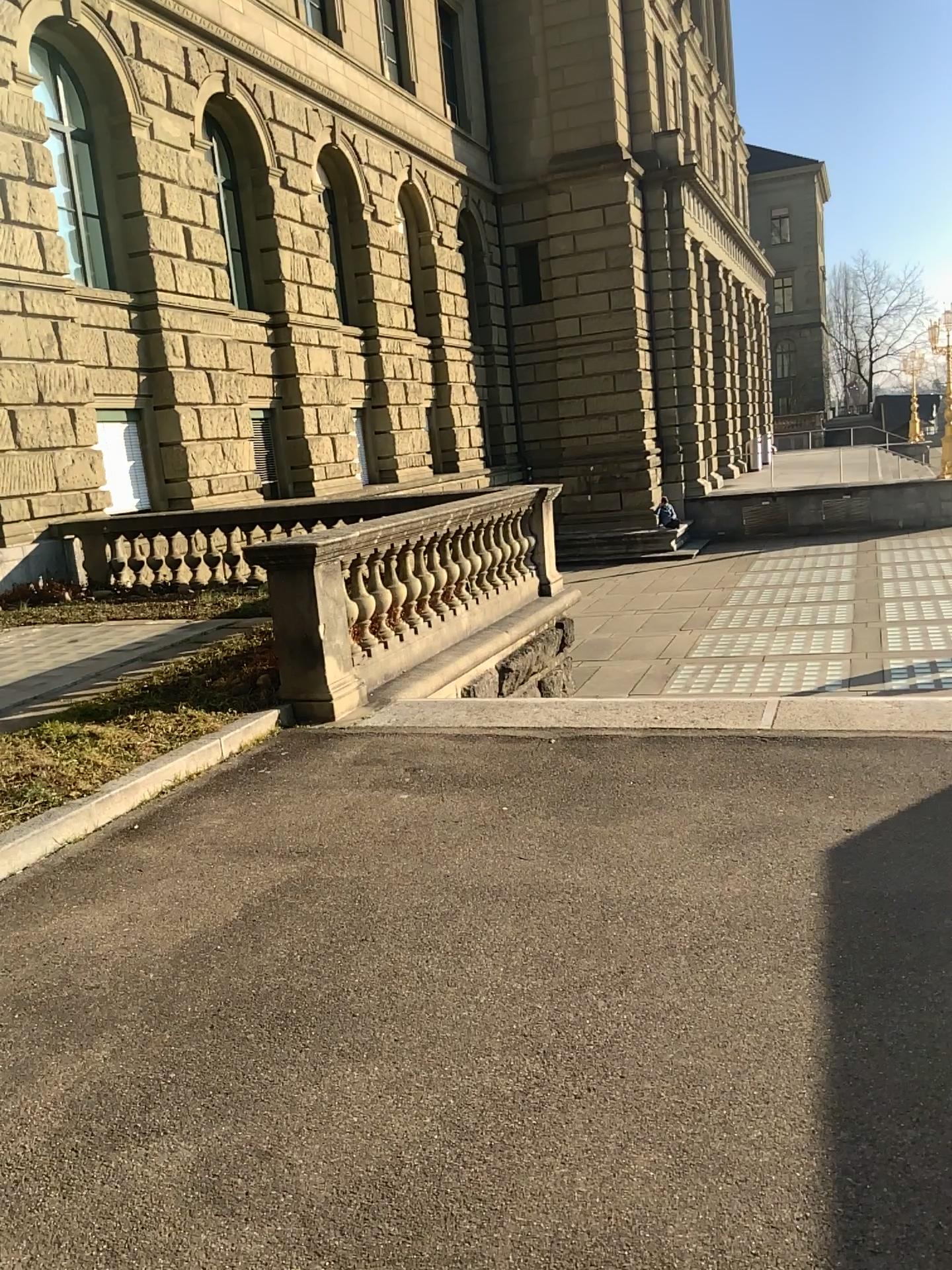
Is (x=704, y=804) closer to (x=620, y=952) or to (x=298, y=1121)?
(x=620, y=952)
